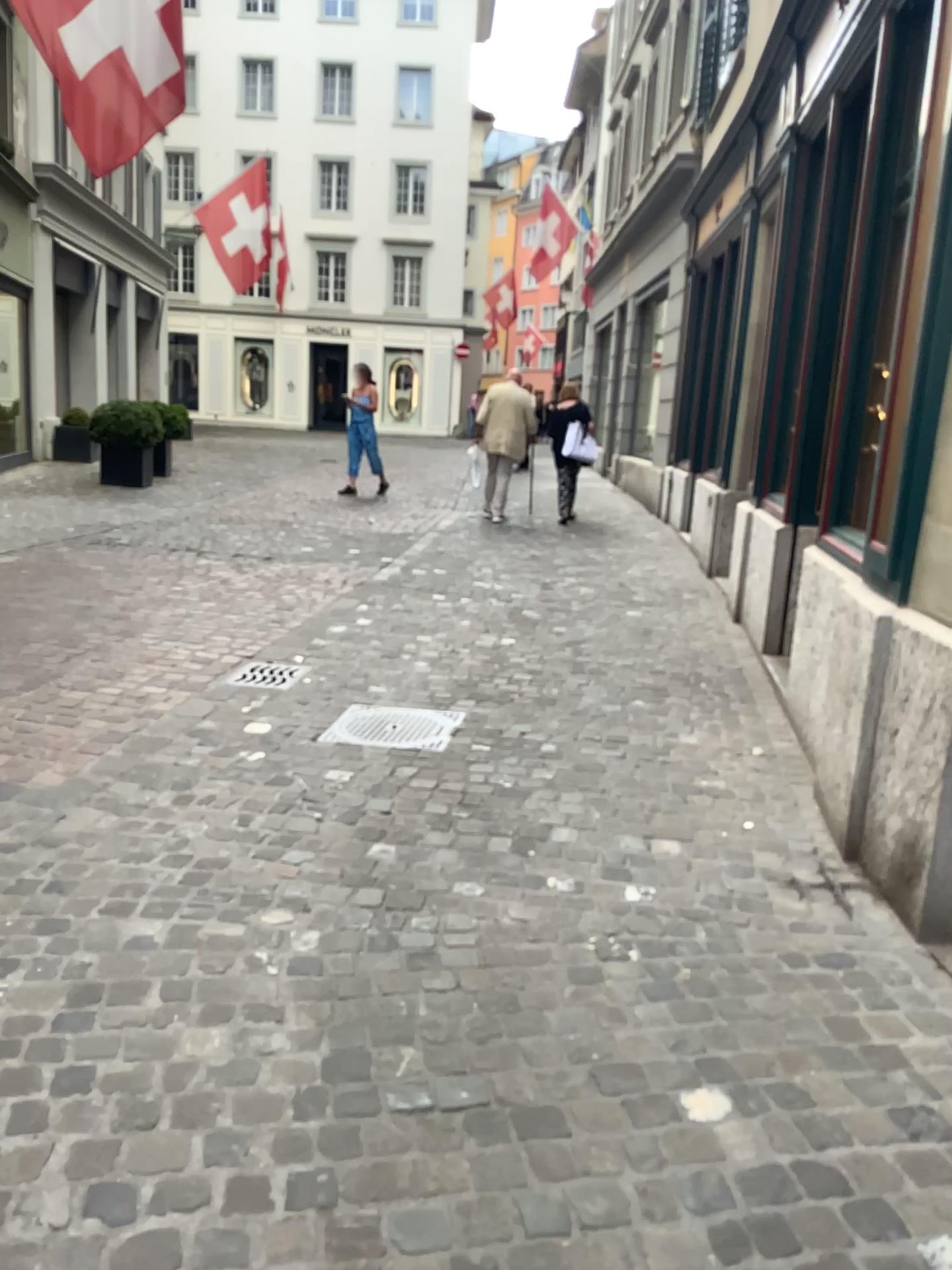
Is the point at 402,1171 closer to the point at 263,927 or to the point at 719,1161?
the point at 719,1161

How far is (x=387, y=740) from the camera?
4.13m

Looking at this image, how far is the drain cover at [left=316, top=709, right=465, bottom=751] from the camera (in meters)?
4.13

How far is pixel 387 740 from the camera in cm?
413

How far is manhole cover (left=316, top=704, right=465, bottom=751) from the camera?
4.13m
